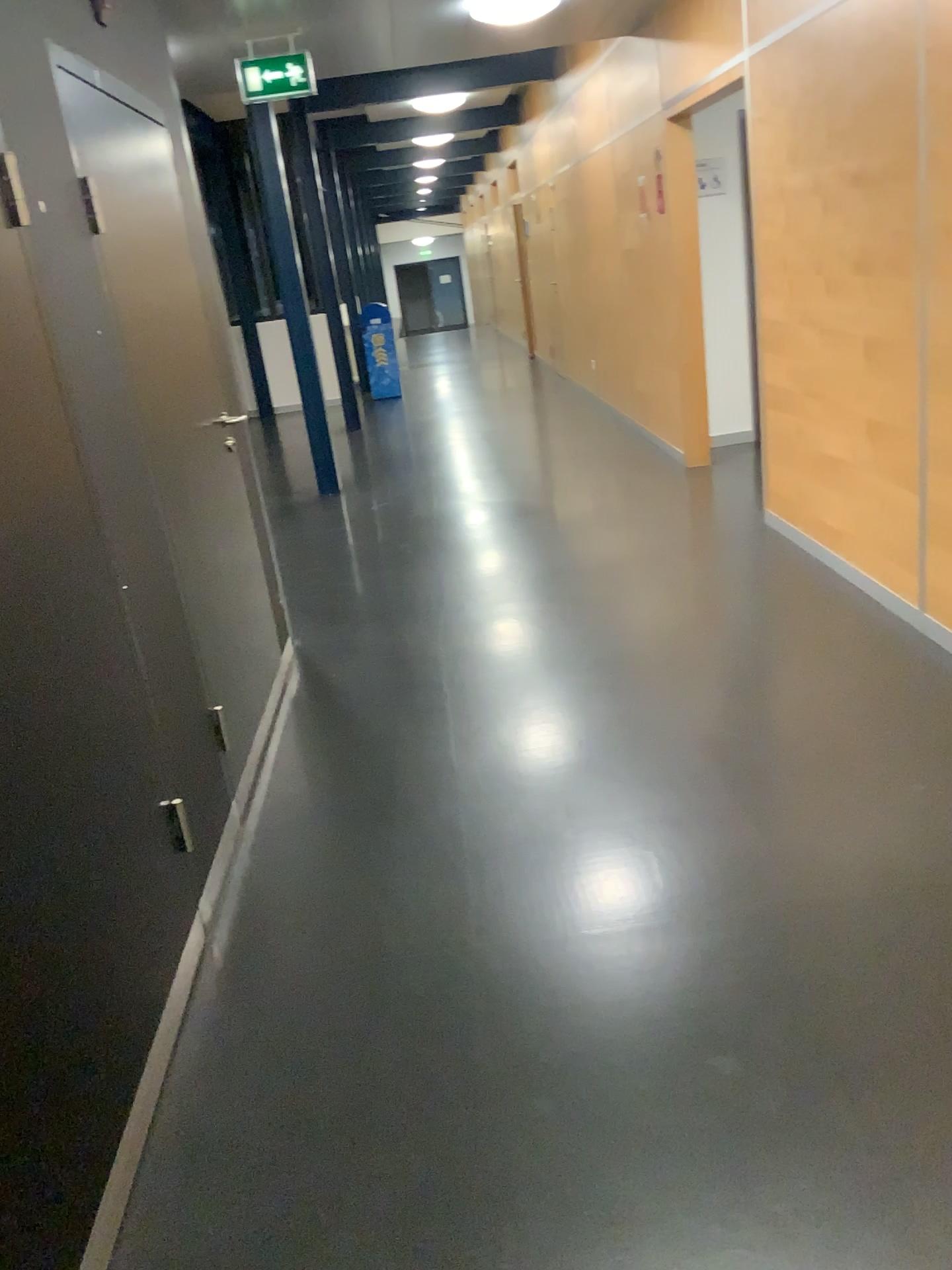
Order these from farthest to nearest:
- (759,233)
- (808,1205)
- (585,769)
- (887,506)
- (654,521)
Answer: (654,521)
(759,233)
(887,506)
(585,769)
(808,1205)
